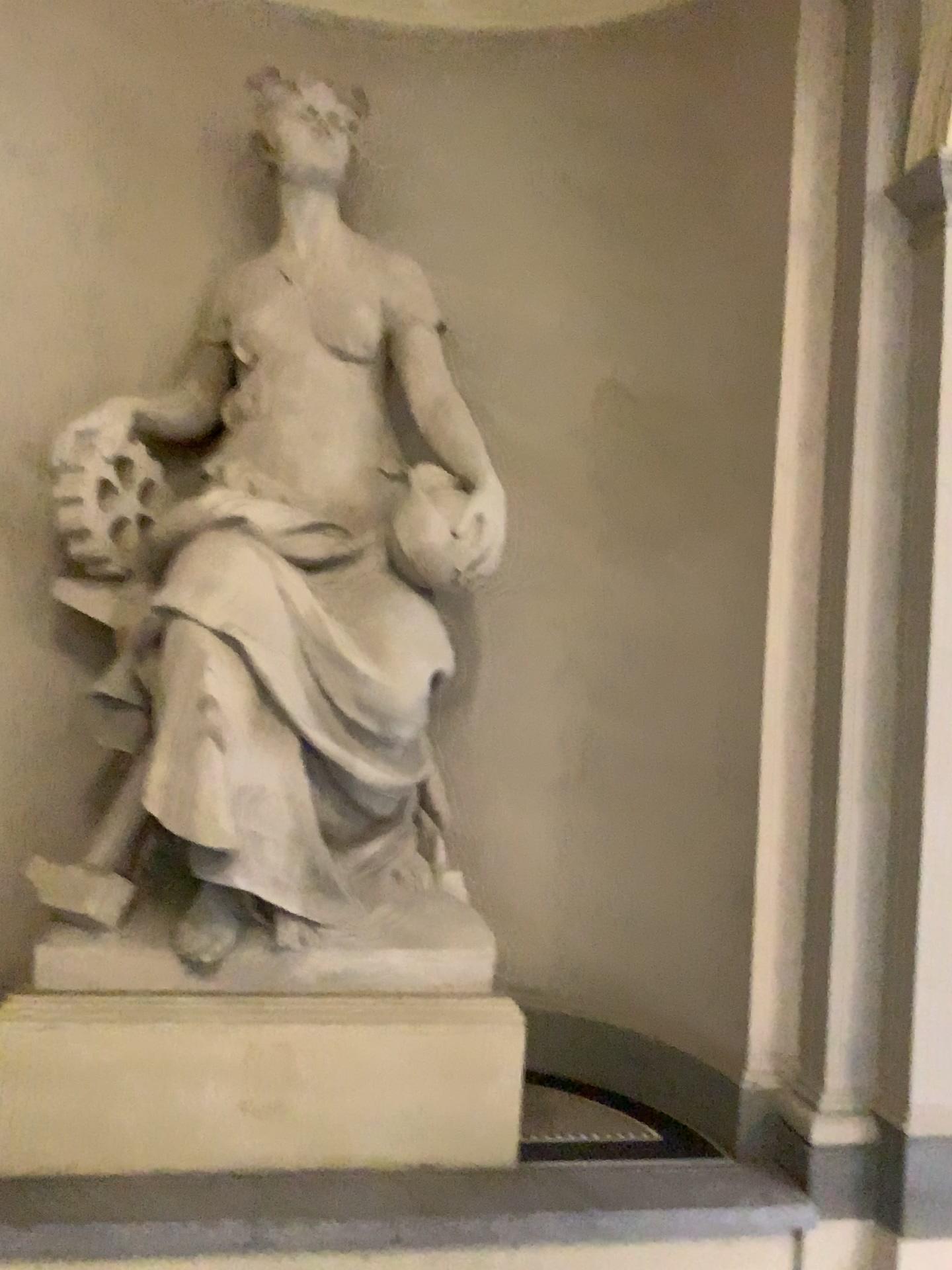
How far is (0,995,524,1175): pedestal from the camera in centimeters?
304cm

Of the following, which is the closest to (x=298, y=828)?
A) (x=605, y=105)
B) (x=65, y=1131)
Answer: (x=65, y=1131)

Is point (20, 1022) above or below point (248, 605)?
below

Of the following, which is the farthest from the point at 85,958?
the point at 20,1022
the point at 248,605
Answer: the point at 248,605

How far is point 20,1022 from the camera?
3.04m
